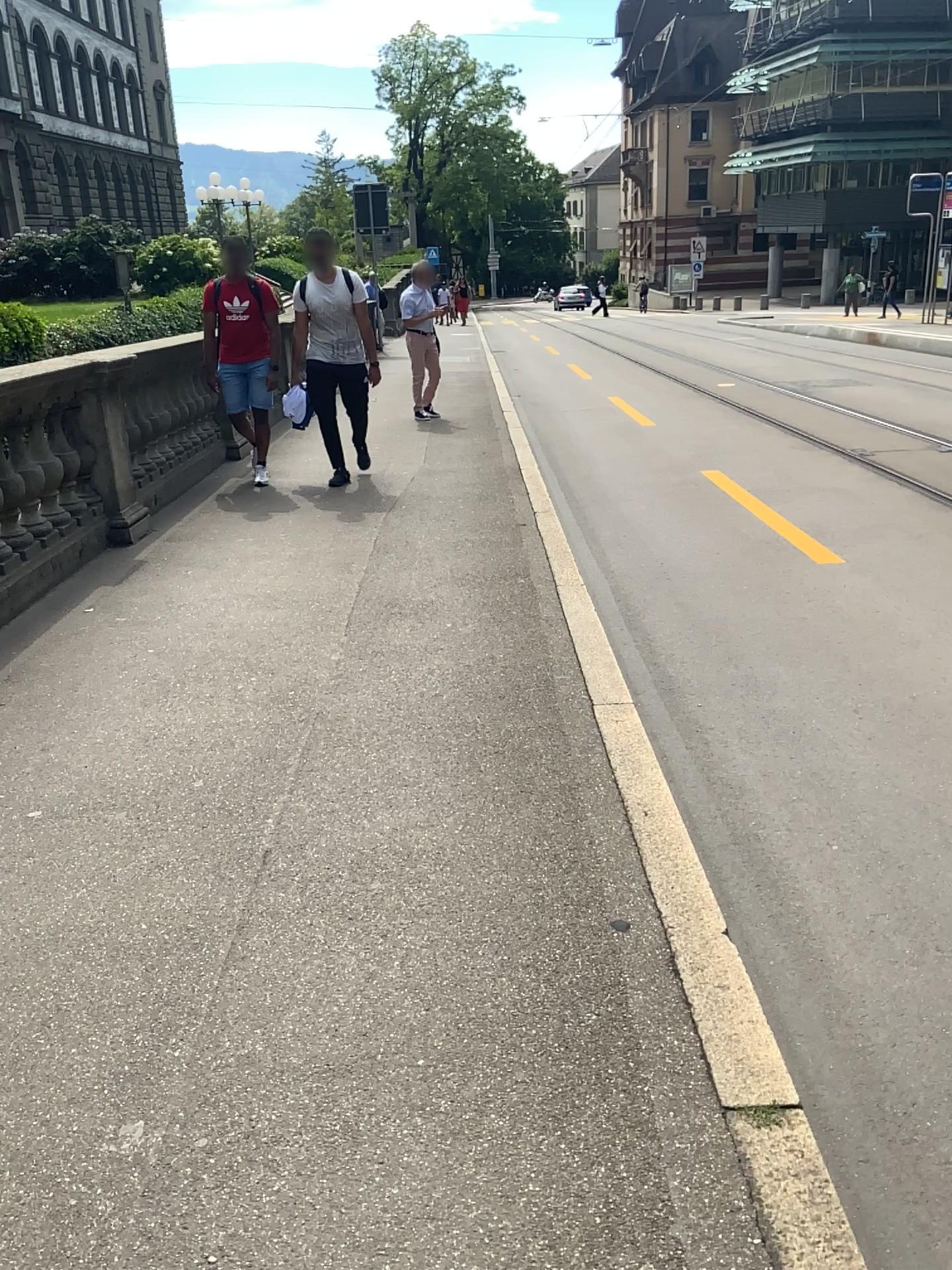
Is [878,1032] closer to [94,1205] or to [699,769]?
[699,769]
